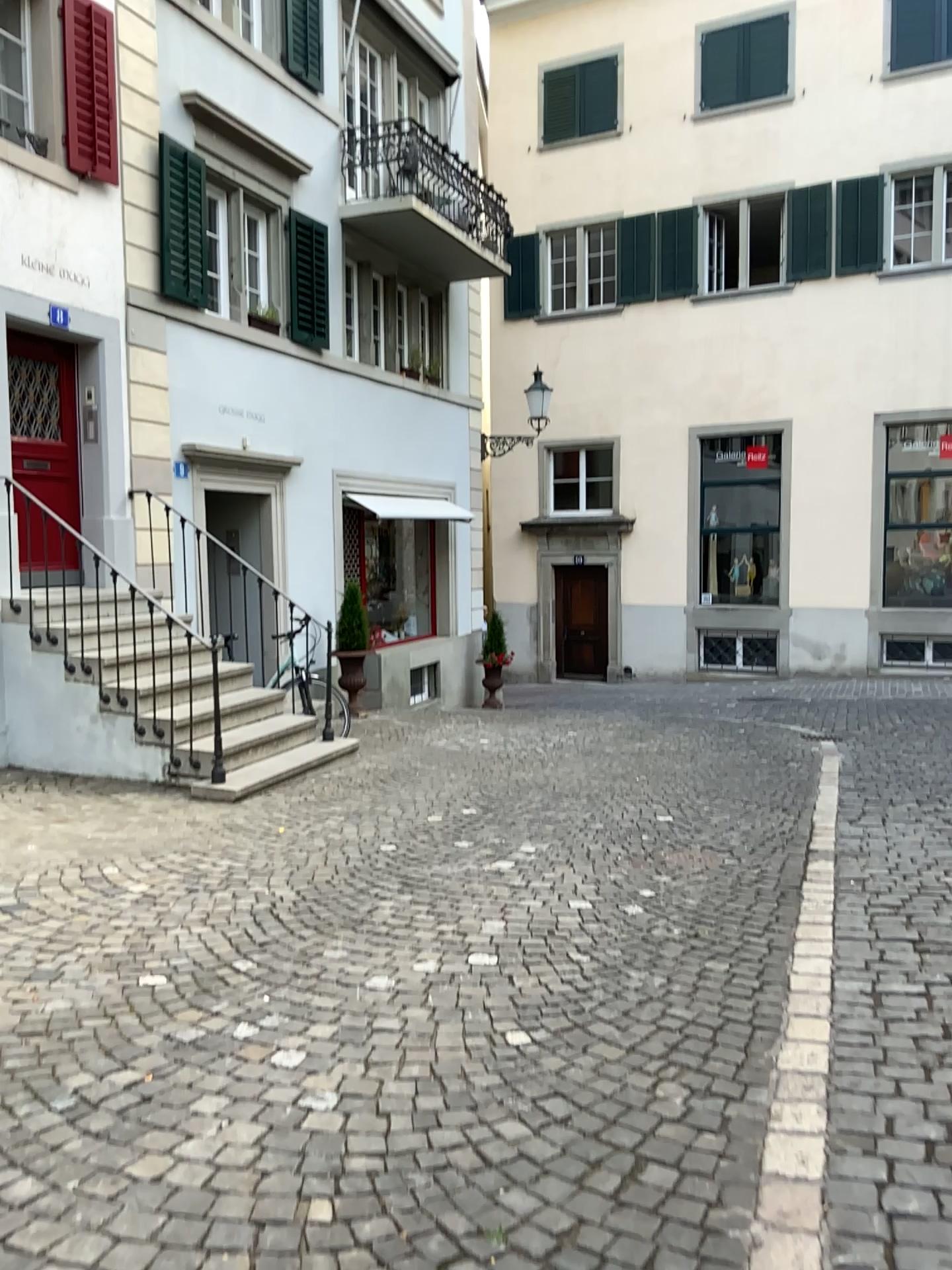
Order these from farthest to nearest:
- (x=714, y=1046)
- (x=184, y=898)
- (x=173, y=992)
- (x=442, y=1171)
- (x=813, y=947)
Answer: (x=184, y=898) < (x=813, y=947) < (x=173, y=992) < (x=714, y=1046) < (x=442, y=1171)
